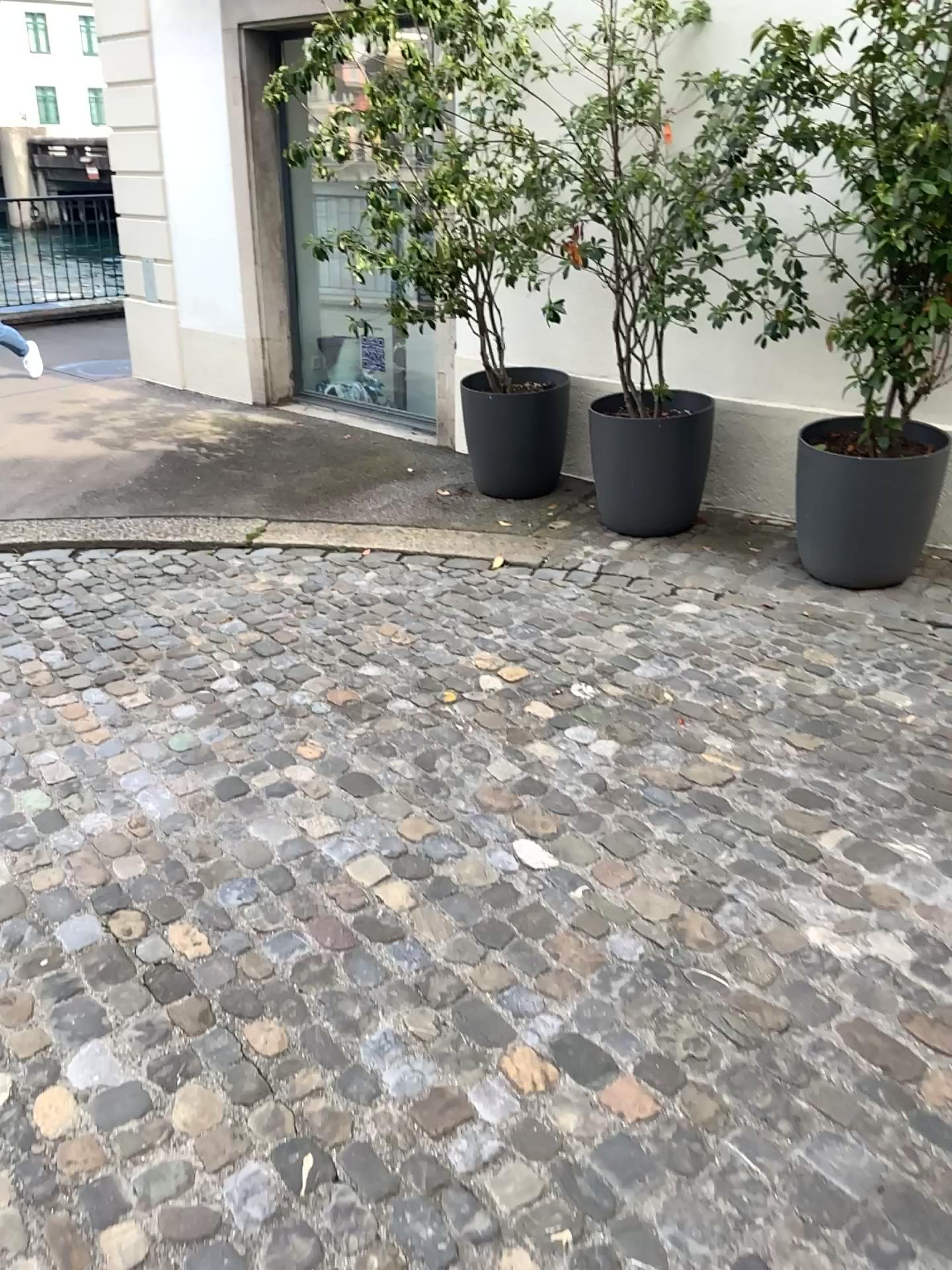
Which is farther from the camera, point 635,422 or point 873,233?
point 635,422

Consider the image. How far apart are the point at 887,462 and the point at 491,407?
1.8 meters

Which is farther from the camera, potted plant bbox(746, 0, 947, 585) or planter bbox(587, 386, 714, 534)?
planter bbox(587, 386, 714, 534)

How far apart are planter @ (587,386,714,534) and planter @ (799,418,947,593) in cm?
51

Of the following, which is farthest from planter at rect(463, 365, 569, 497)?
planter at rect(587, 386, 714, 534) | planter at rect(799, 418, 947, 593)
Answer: planter at rect(799, 418, 947, 593)

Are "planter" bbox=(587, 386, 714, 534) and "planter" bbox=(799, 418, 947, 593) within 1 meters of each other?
yes

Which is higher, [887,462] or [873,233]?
[873,233]

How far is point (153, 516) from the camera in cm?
502

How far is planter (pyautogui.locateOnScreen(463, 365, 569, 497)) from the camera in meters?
4.9

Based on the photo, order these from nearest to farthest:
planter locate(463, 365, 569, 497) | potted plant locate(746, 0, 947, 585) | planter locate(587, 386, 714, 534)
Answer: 1. potted plant locate(746, 0, 947, 585)
2. planter locate(587, 386, 714, 534)
3. planter locate(463, 365, 569, 497)
